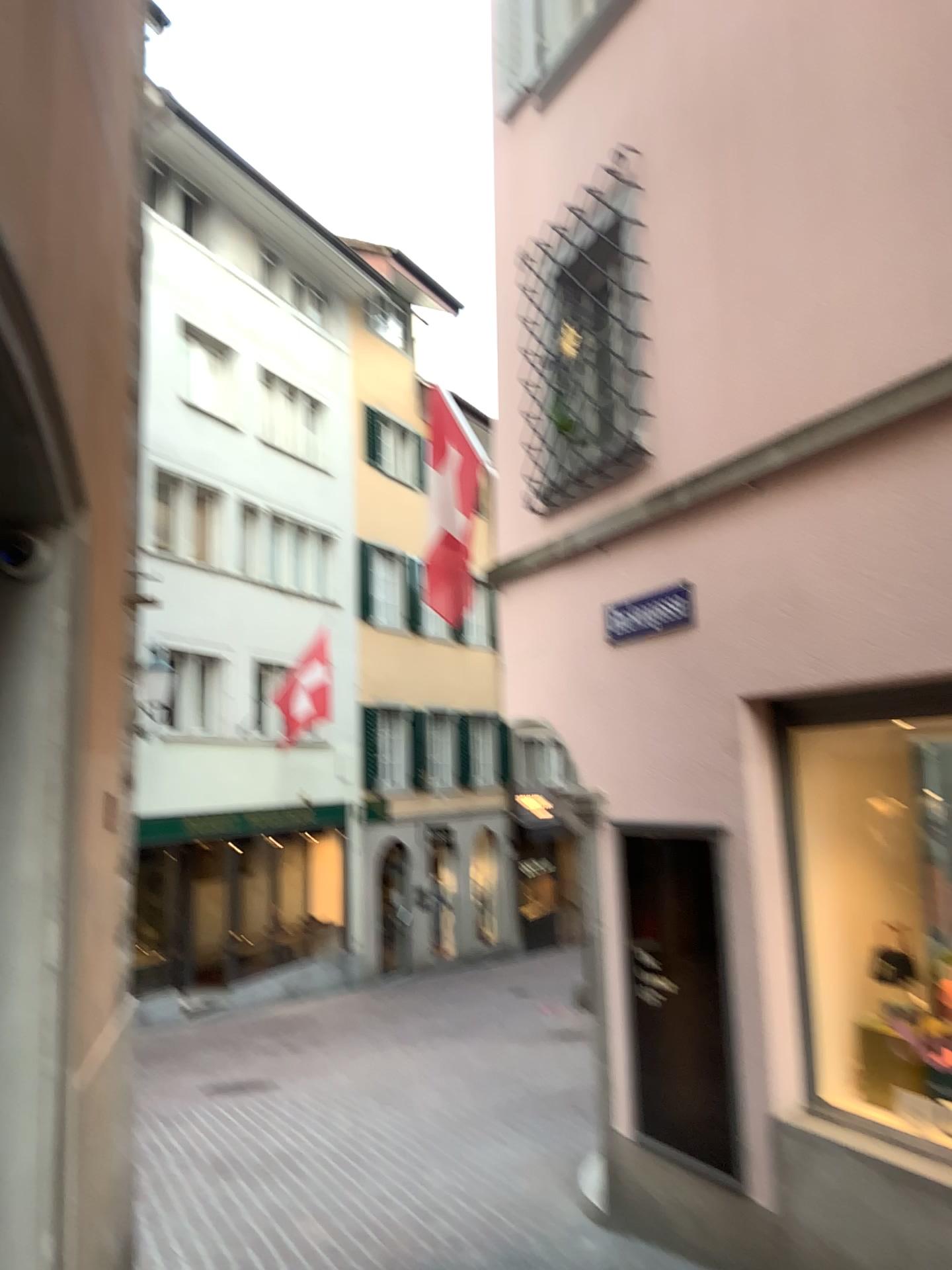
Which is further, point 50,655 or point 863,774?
point 863,774
